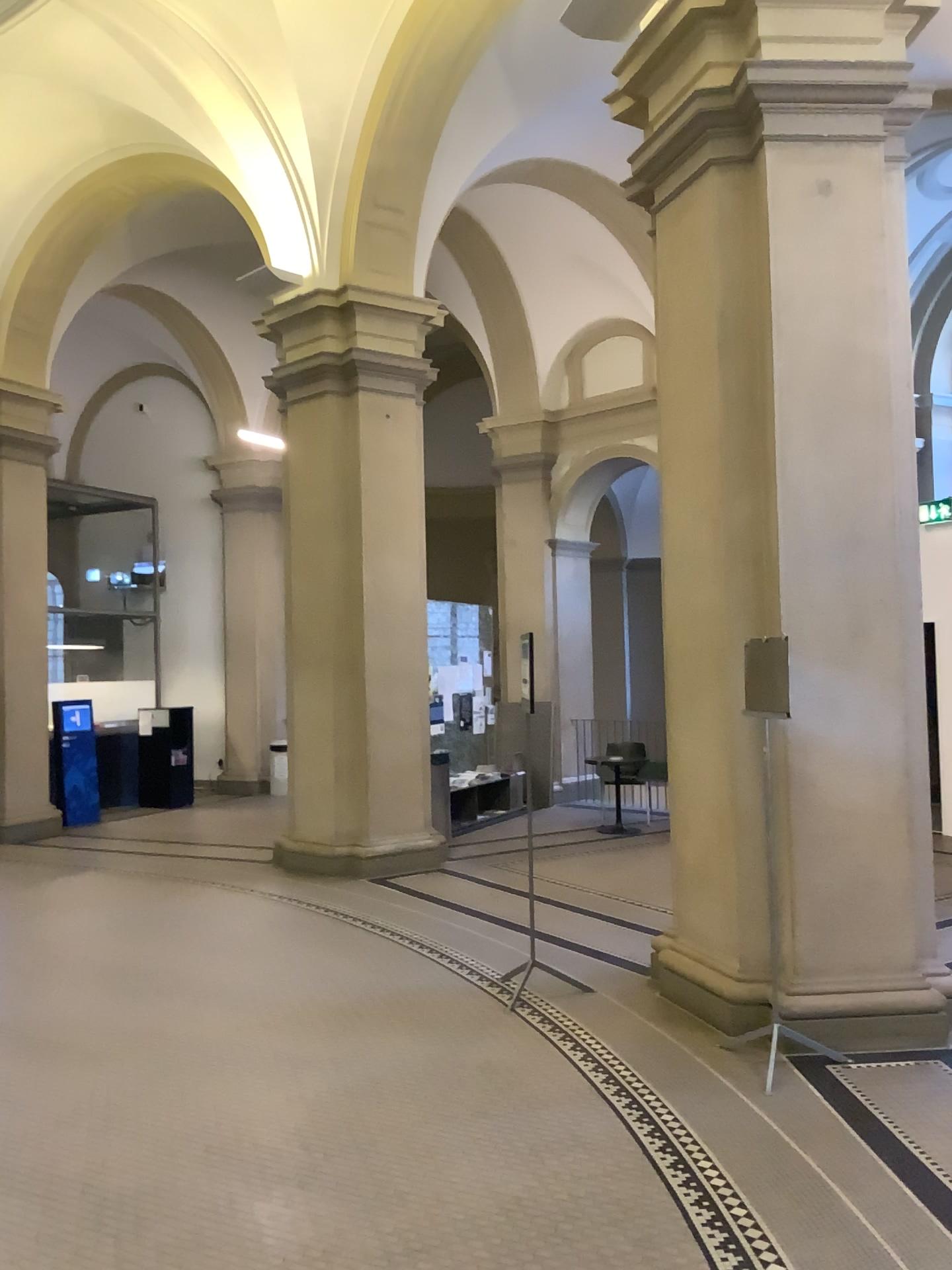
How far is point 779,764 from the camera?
4.6 meters

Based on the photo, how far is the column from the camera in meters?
4.6

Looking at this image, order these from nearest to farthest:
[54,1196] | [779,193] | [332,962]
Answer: [54,1196], [779,193], [332,962]
